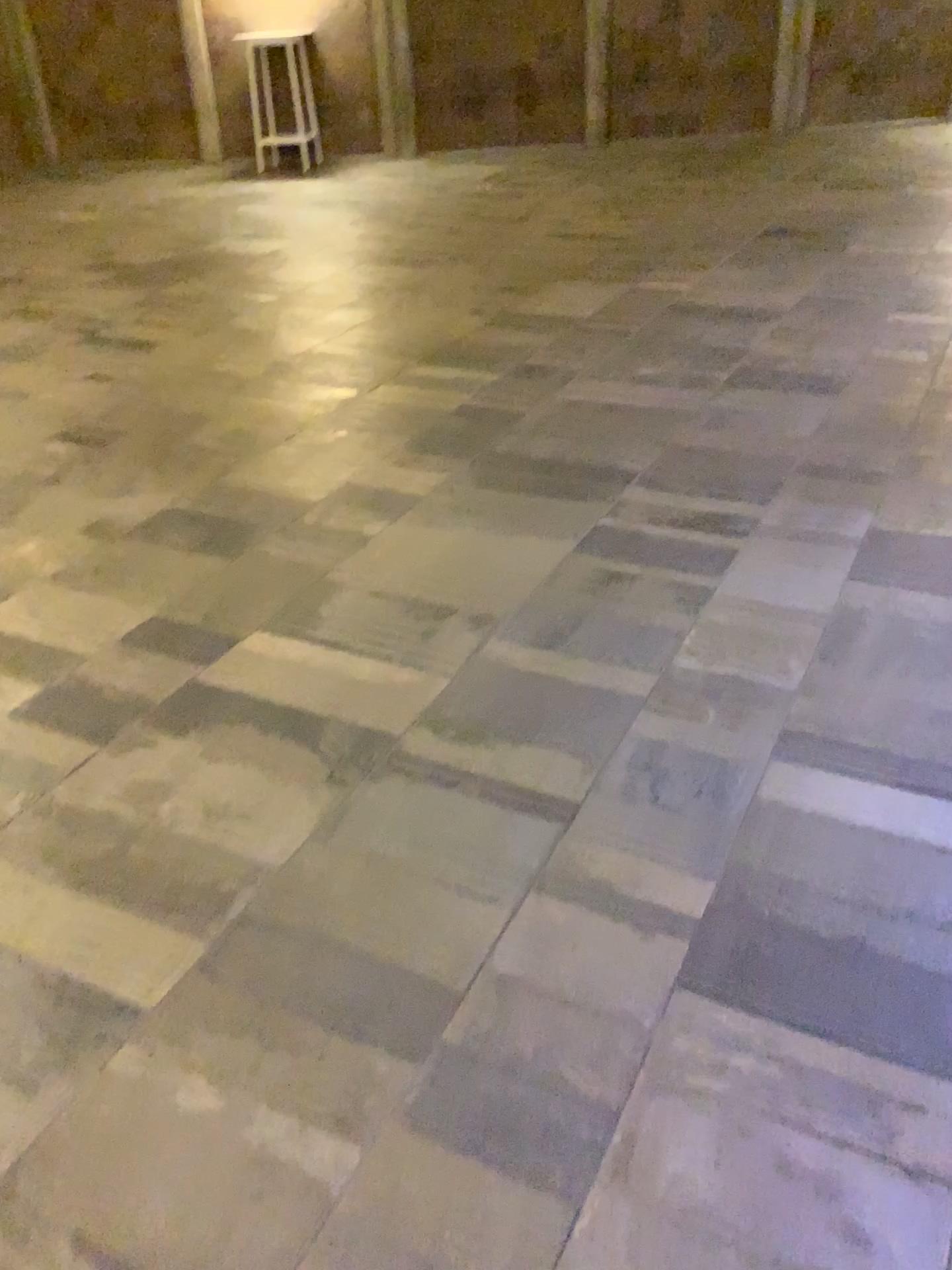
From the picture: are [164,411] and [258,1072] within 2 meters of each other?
no
